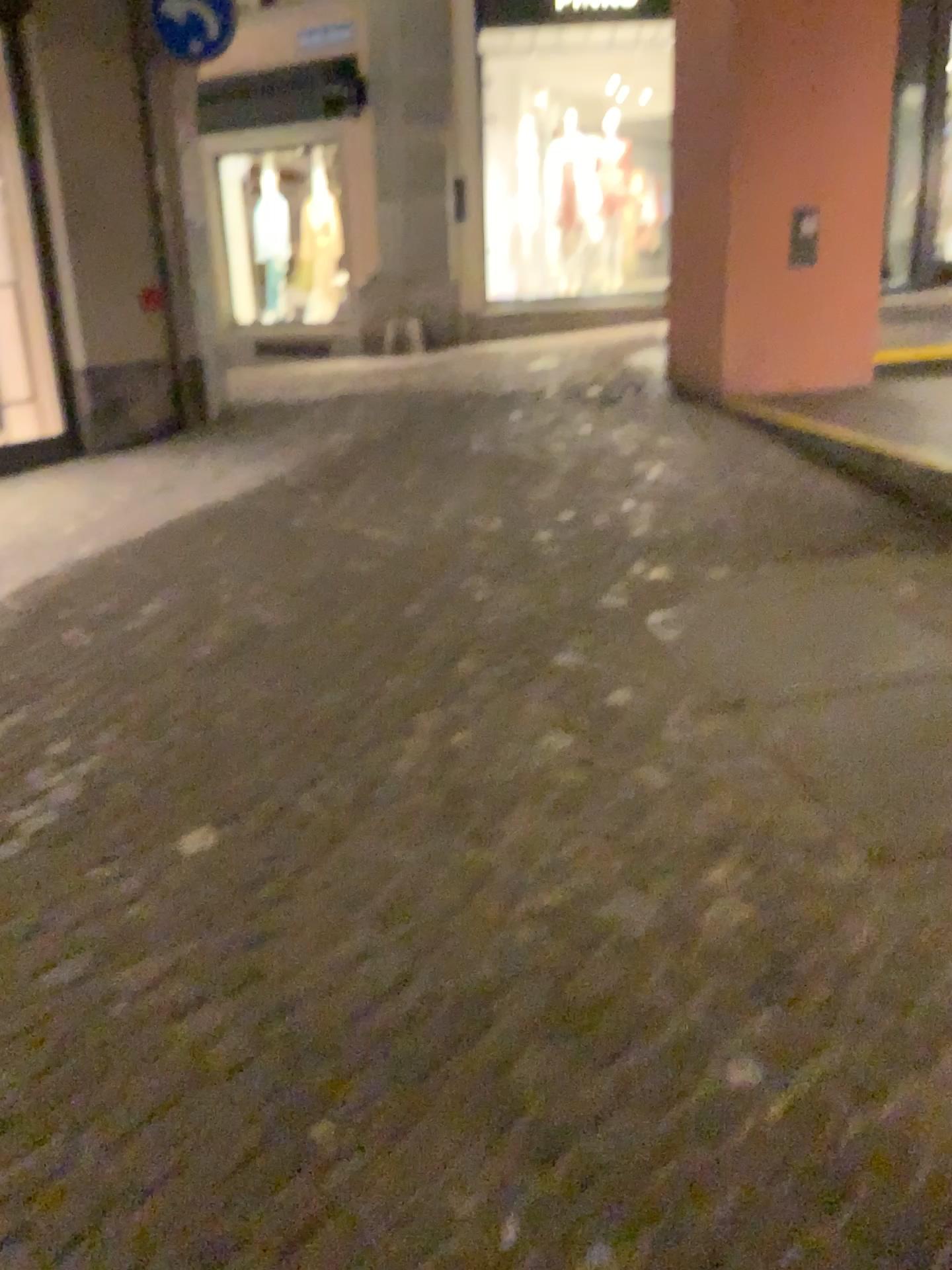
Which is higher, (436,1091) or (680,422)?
(680,422)
